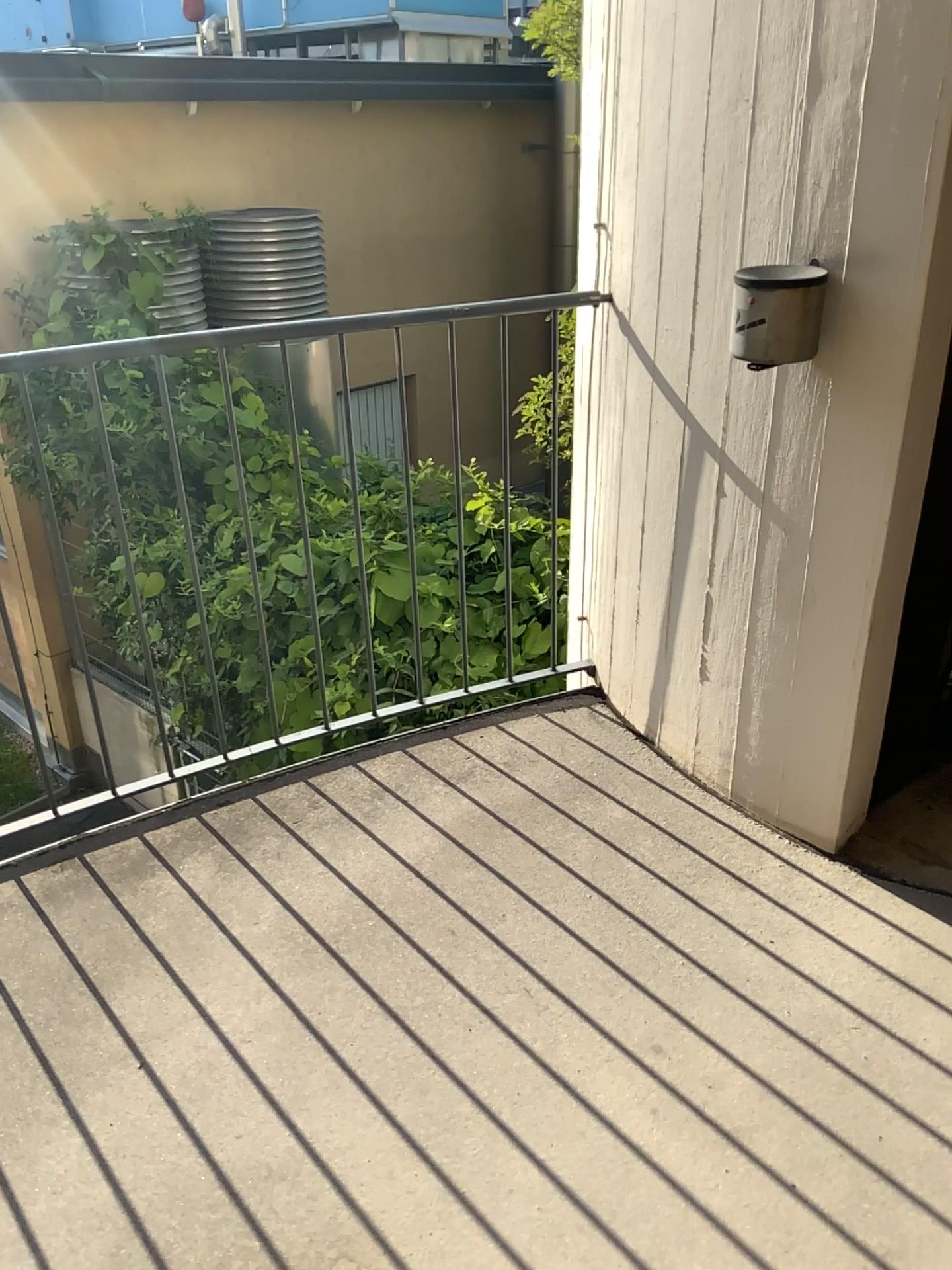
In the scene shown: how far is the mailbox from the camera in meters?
1.7 m

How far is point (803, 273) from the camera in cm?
175

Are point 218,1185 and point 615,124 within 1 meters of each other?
no
